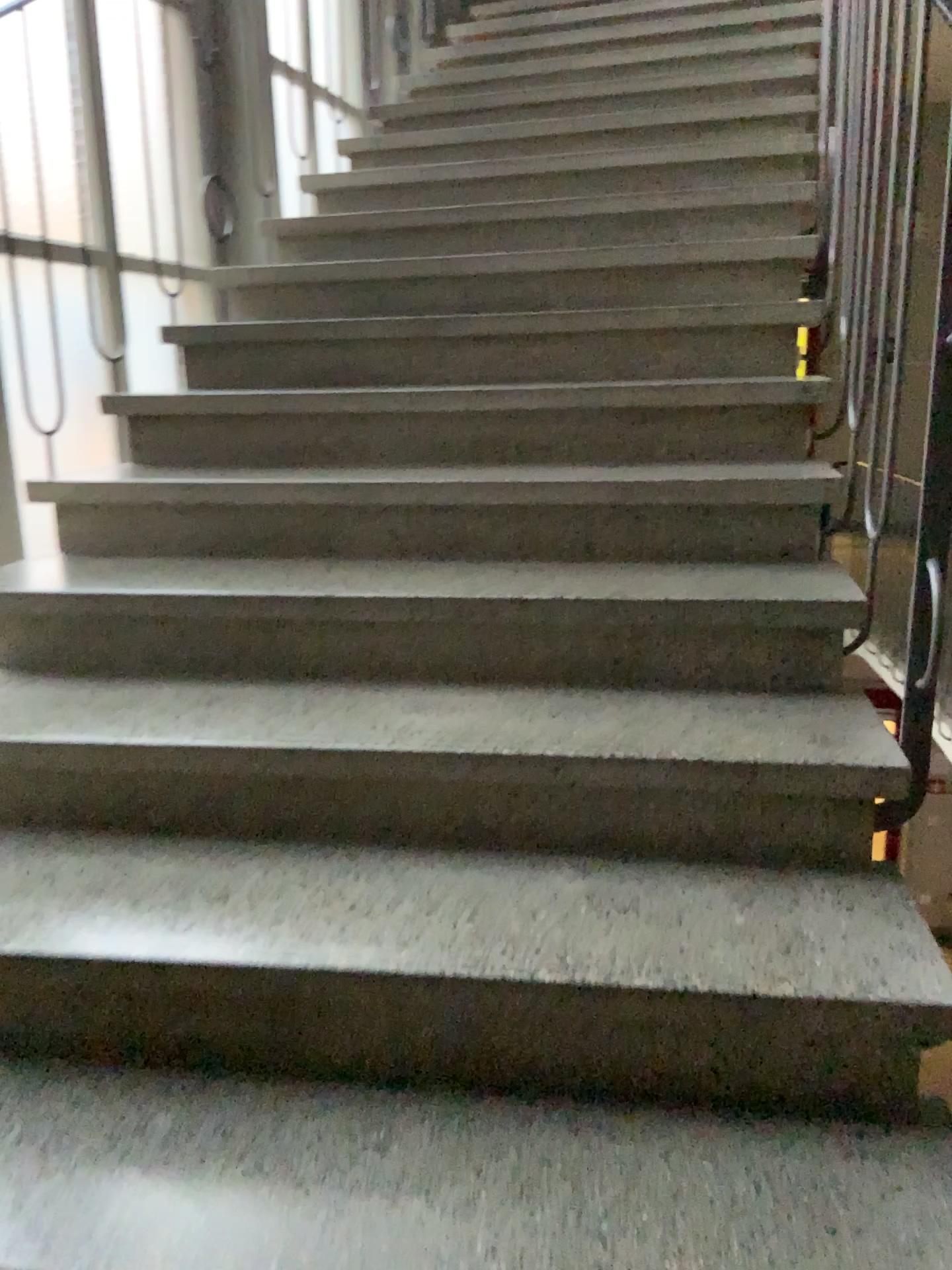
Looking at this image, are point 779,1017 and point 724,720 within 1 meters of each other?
yes
